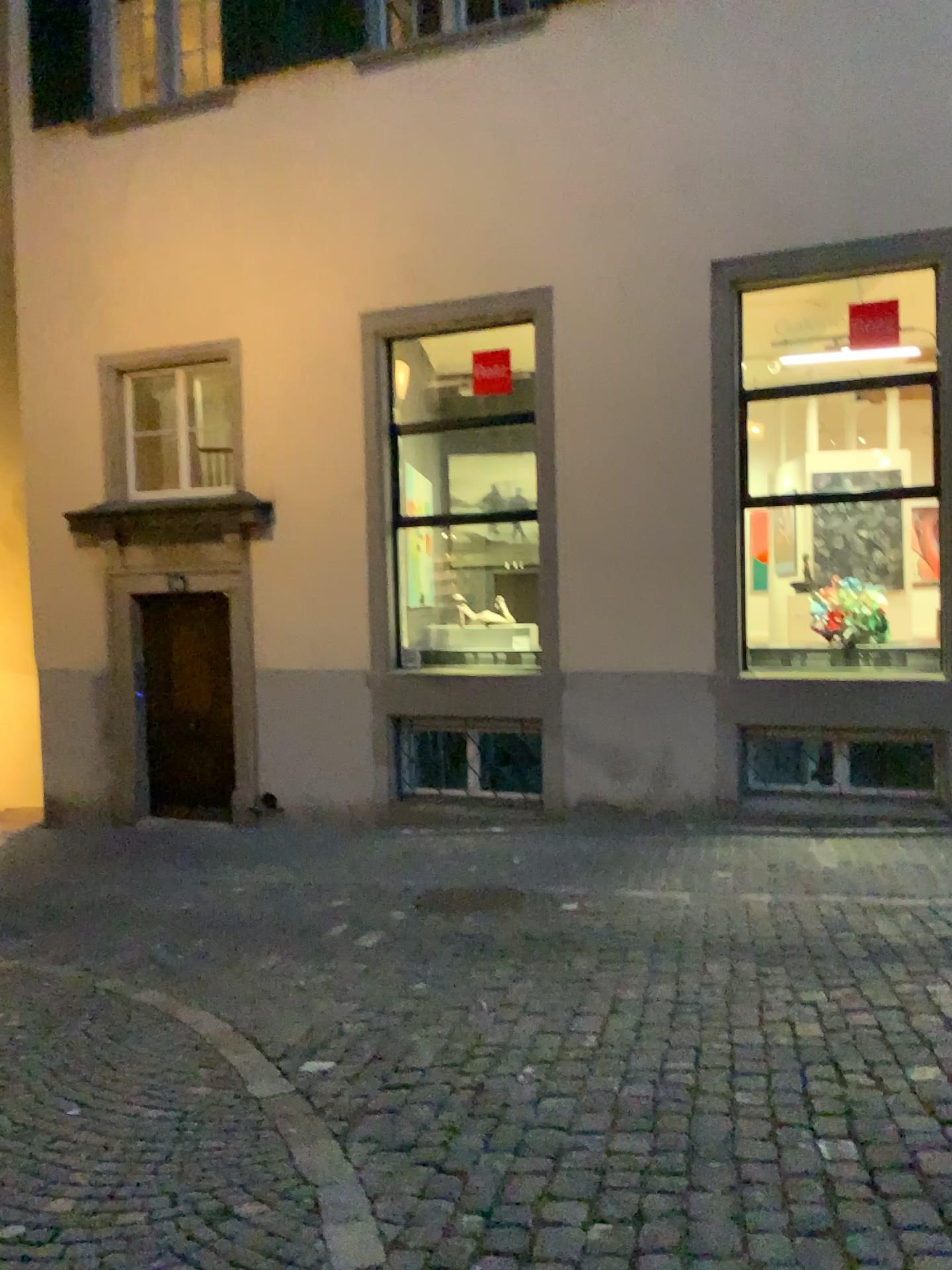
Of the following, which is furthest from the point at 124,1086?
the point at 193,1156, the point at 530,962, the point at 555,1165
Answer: the point at 530,962
